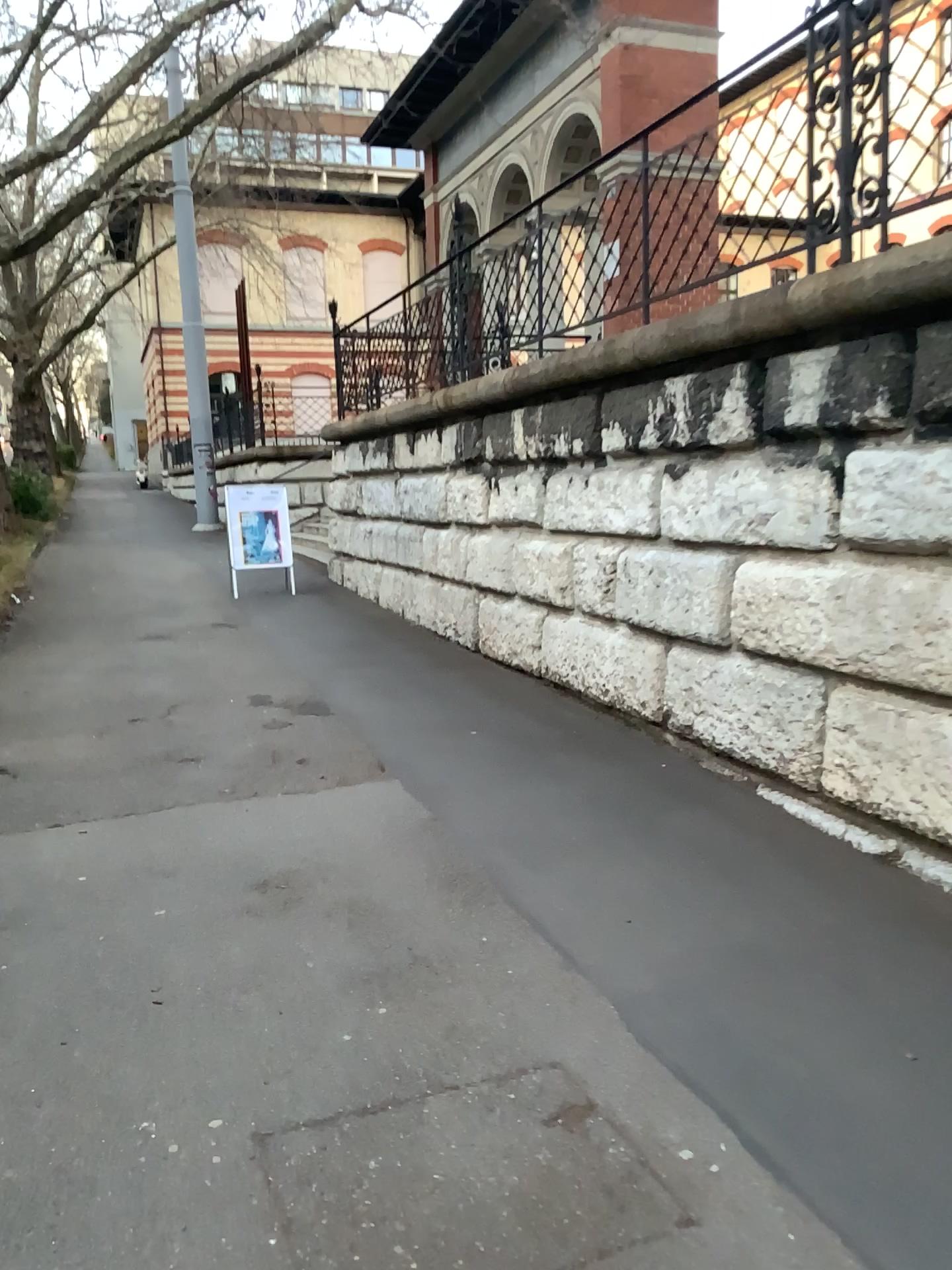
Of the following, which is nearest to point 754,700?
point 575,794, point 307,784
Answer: point 575,794
